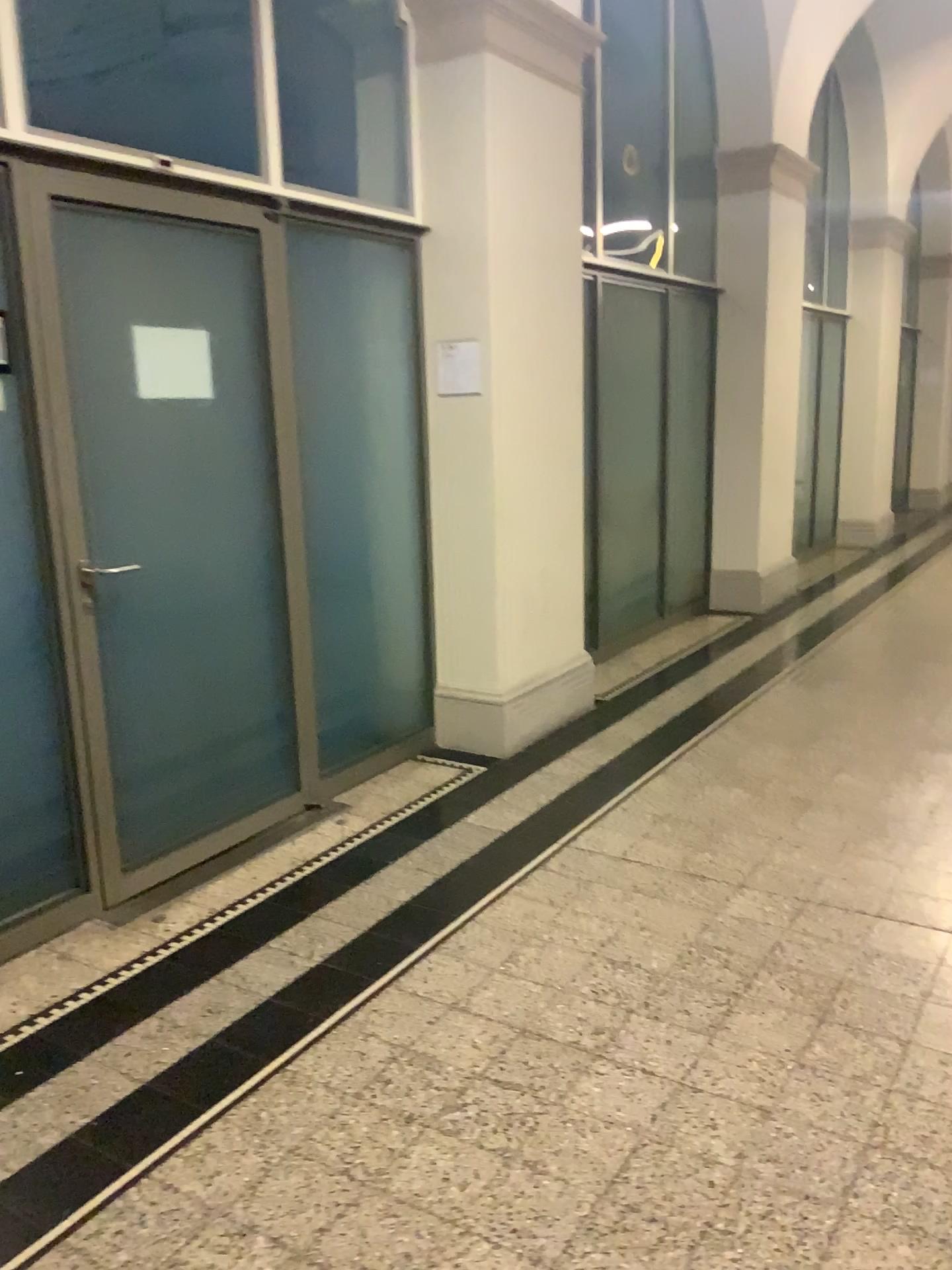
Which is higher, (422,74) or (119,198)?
(422,74)

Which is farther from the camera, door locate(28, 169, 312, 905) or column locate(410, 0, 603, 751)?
column locate(410, 0, 603, 751)

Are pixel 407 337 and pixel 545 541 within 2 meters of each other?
yes

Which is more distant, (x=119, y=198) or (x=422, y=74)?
(x=422, y=74)
